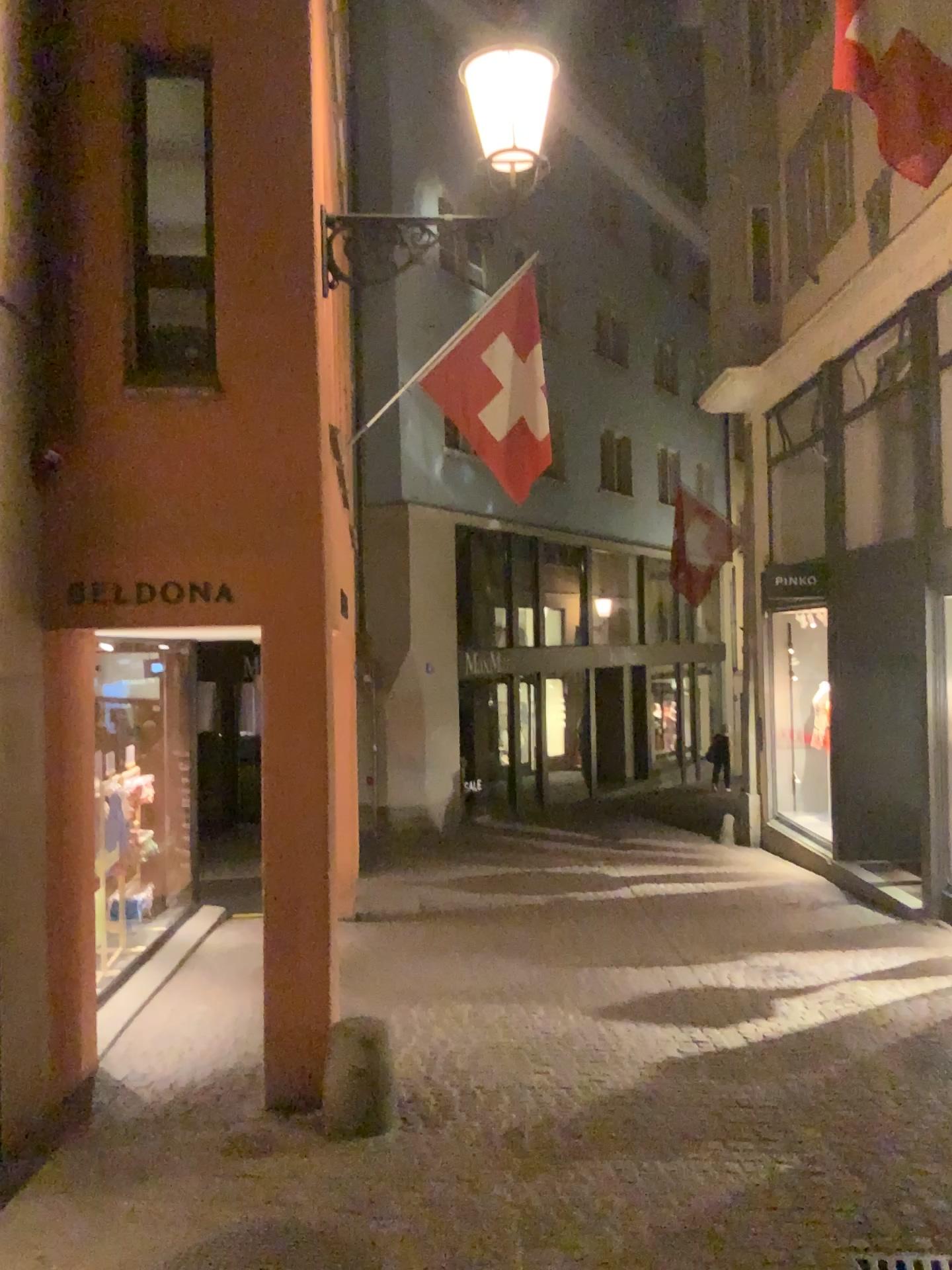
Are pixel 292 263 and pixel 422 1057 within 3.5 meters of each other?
no
